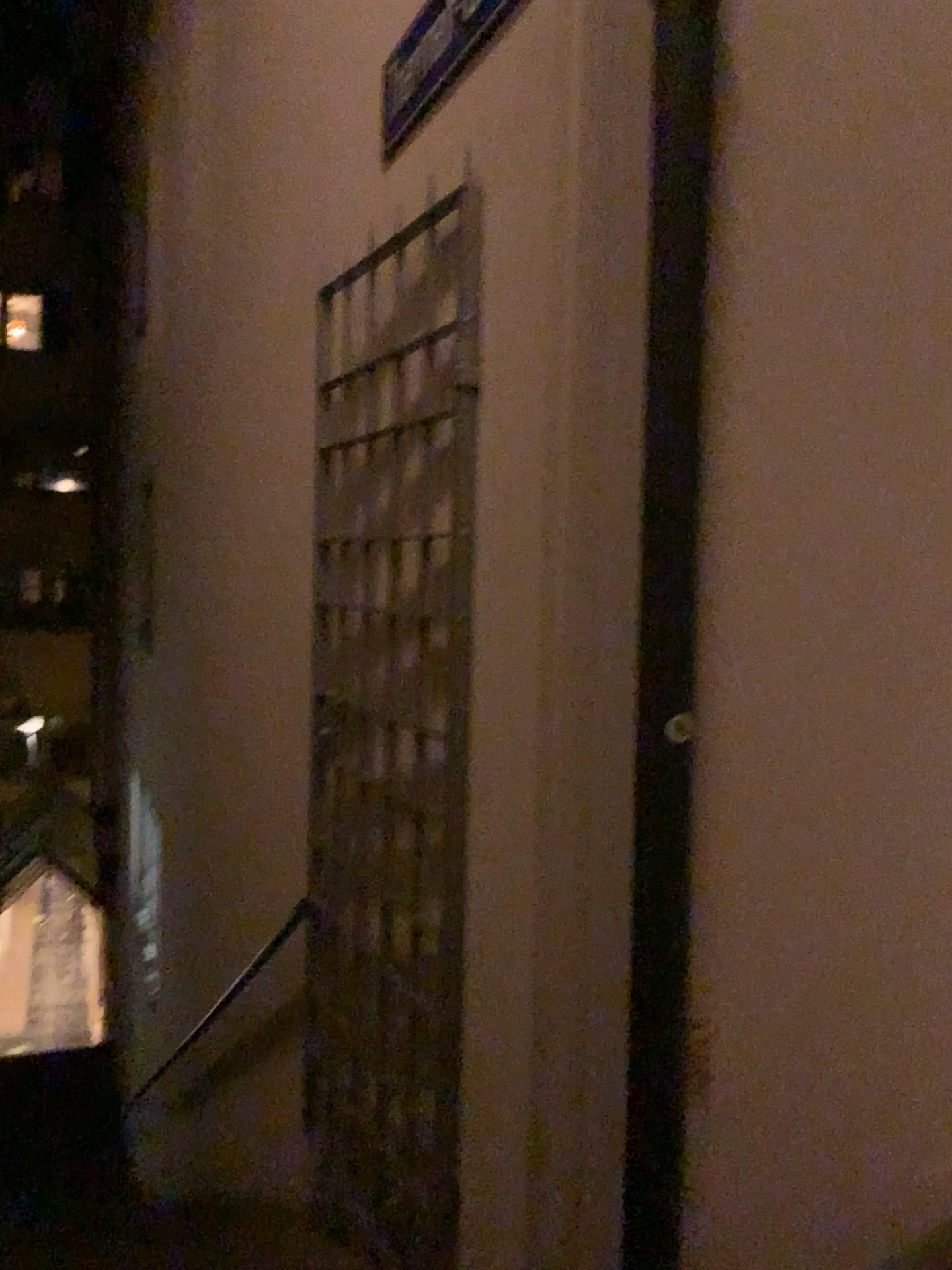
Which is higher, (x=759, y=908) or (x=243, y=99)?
(x=243, y=99)

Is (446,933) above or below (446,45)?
below

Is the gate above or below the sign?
below
